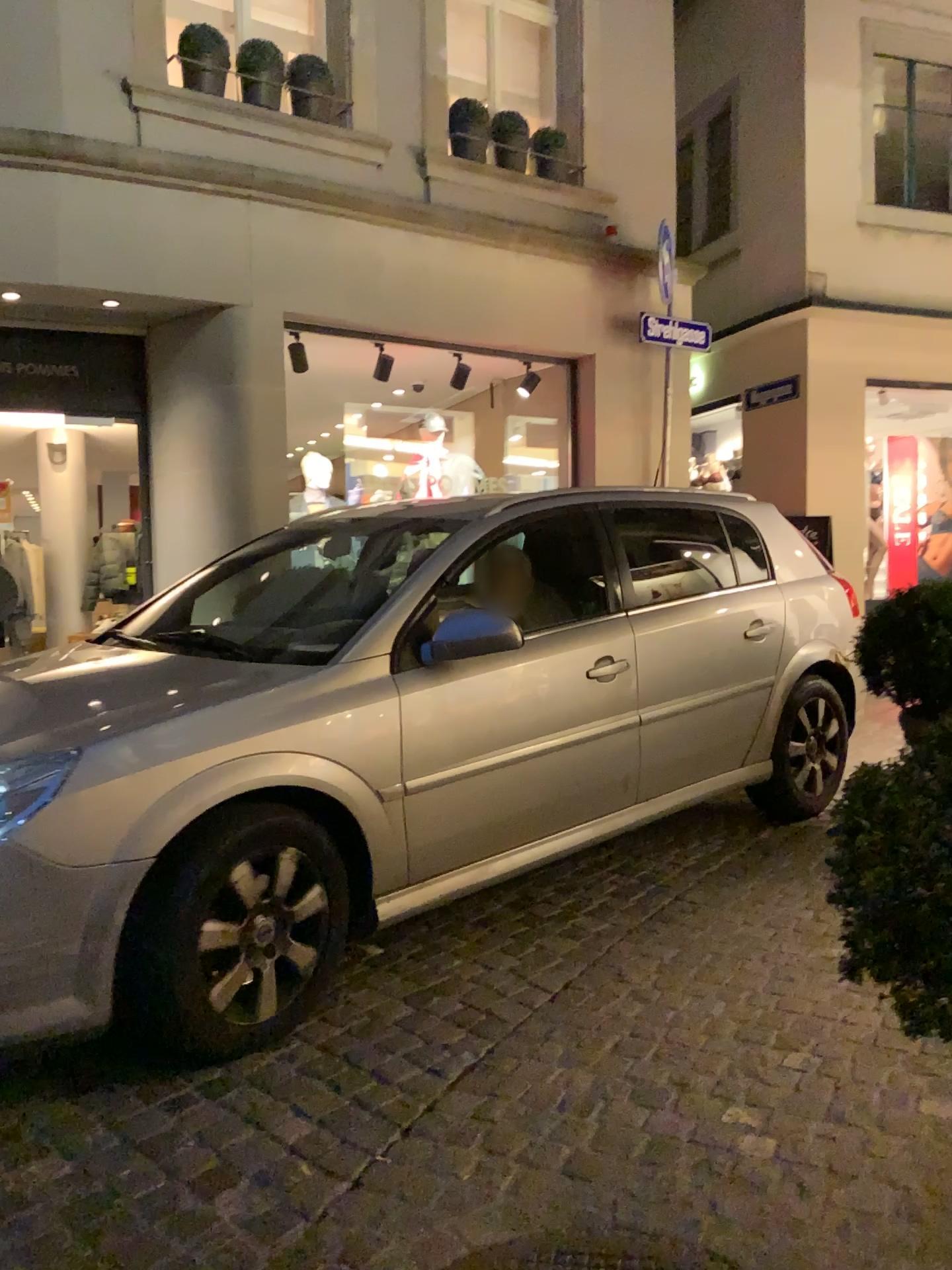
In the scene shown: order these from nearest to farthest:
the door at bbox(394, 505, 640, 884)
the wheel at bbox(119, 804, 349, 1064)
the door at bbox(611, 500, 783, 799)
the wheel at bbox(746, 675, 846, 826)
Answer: the wheel at bbox(119, 804, 349, 1064), the door at bbox(394, 505, 640, 884), the door at bbox(611, 500, 783, 799), the wheel at bbox(746, 675, 846, 826)

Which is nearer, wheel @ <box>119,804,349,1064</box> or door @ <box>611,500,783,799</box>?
wheel @ <box>119,804,349,1064</box>

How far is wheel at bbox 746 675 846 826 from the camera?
4.41m

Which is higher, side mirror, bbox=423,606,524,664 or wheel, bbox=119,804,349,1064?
side mirror, bbox=423,606,524,664

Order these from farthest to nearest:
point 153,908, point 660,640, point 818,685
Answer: point 818,685, point 660,640, point 153,908

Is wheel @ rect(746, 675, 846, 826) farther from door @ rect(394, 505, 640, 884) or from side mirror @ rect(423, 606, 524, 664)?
side mirror @ rect(423, 606, 524, 664)

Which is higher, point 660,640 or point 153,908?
point 660,640

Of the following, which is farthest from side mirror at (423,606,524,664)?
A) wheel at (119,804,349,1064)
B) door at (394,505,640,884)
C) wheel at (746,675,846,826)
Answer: wheel at (746,675,846,826)

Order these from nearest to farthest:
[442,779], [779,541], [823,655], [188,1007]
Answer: [188,1007], [442,779], [823,655], [779,541]

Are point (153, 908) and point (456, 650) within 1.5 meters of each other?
yes
